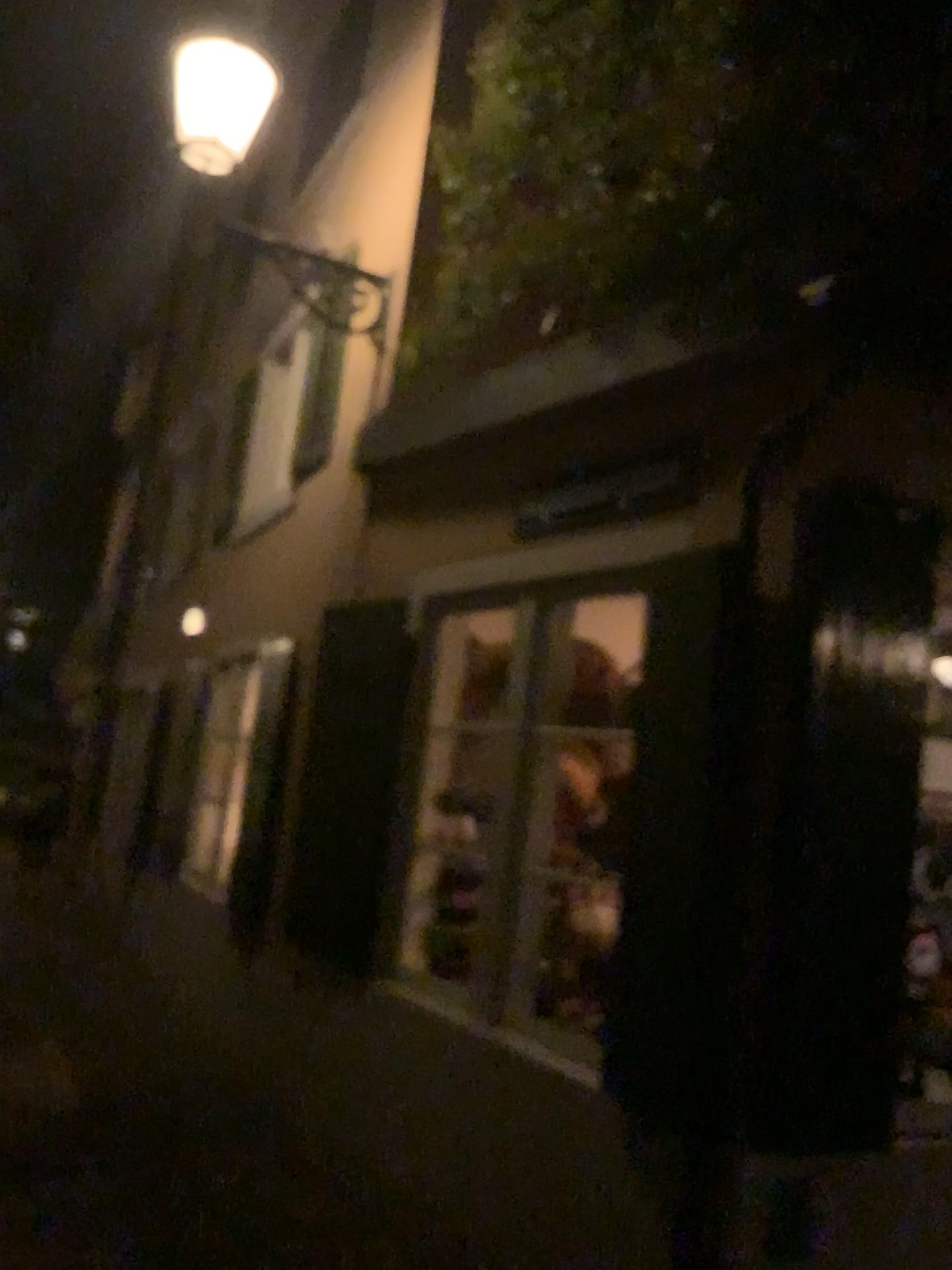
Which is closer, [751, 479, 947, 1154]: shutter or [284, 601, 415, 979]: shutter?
[751, 479, 947, 1154]: shutter

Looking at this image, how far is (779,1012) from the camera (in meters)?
2.67

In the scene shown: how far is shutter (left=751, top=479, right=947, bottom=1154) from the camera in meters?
2.7

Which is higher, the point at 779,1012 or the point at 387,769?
the point at 387,769

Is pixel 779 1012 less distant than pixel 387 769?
Yes

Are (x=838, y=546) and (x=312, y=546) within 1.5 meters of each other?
no
